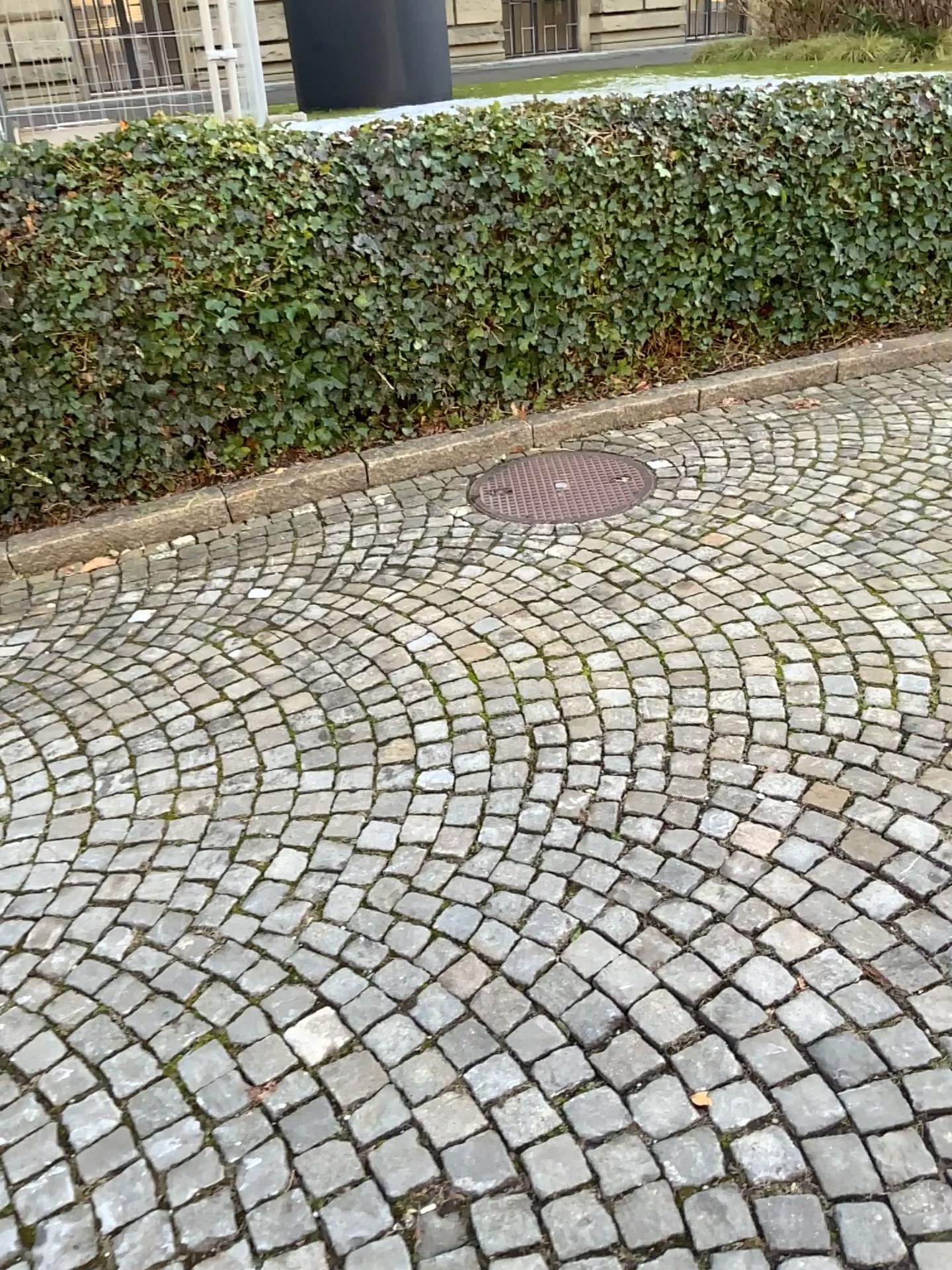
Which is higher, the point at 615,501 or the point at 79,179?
the point at 79,179

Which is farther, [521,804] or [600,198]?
[600,198]
